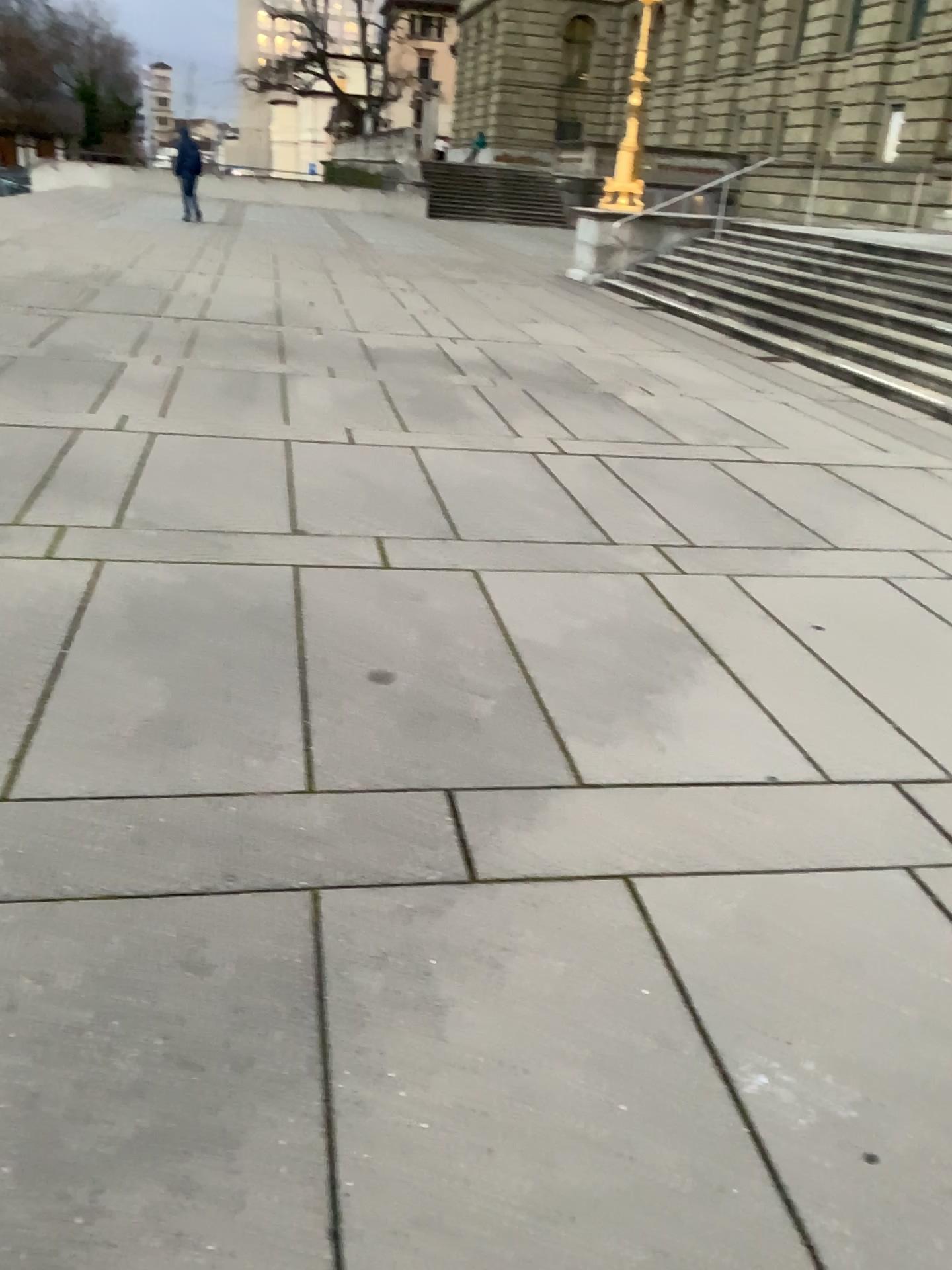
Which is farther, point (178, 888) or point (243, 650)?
point (243, 650)
